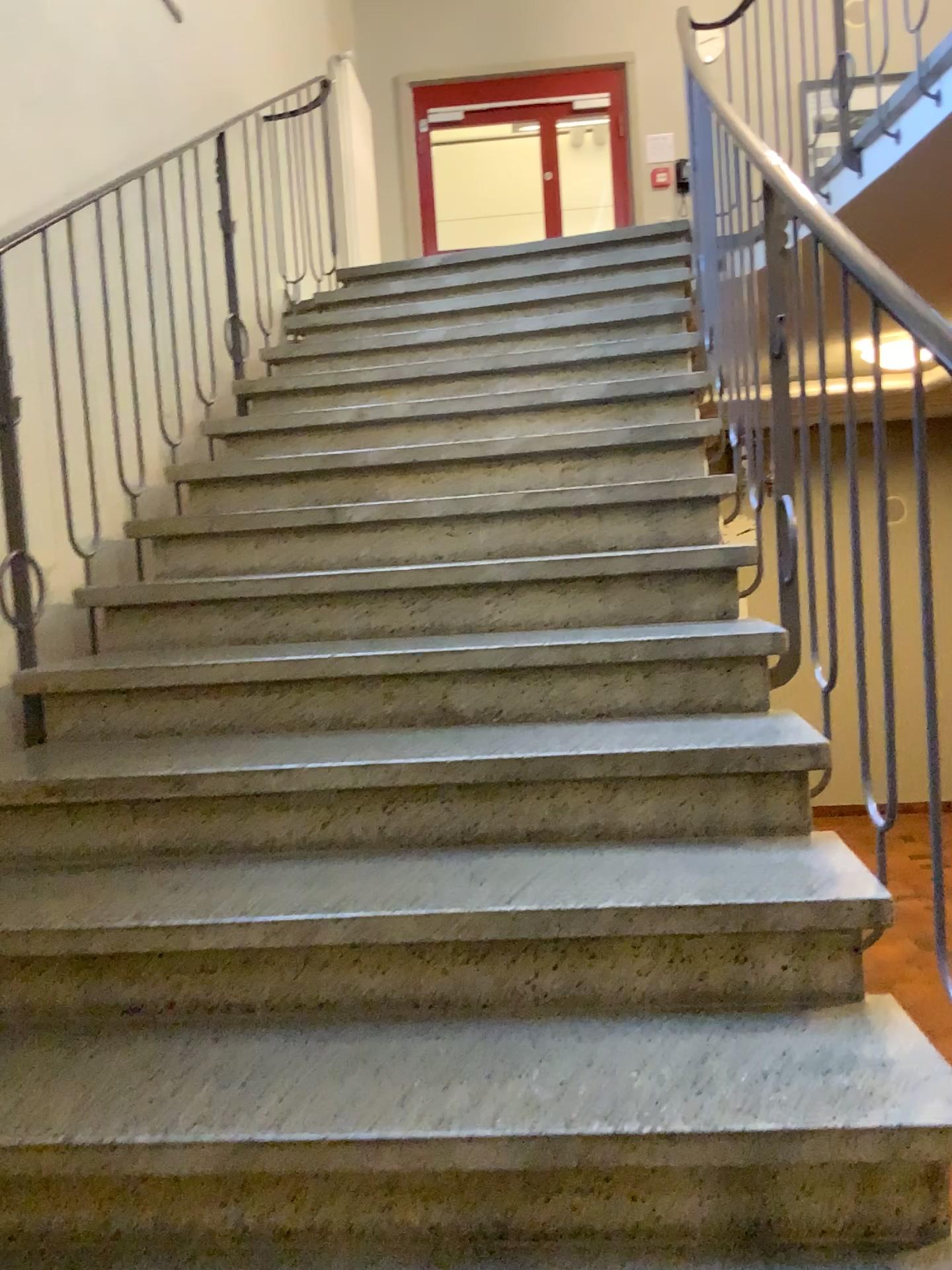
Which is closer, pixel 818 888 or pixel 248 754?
pixel 818 888
